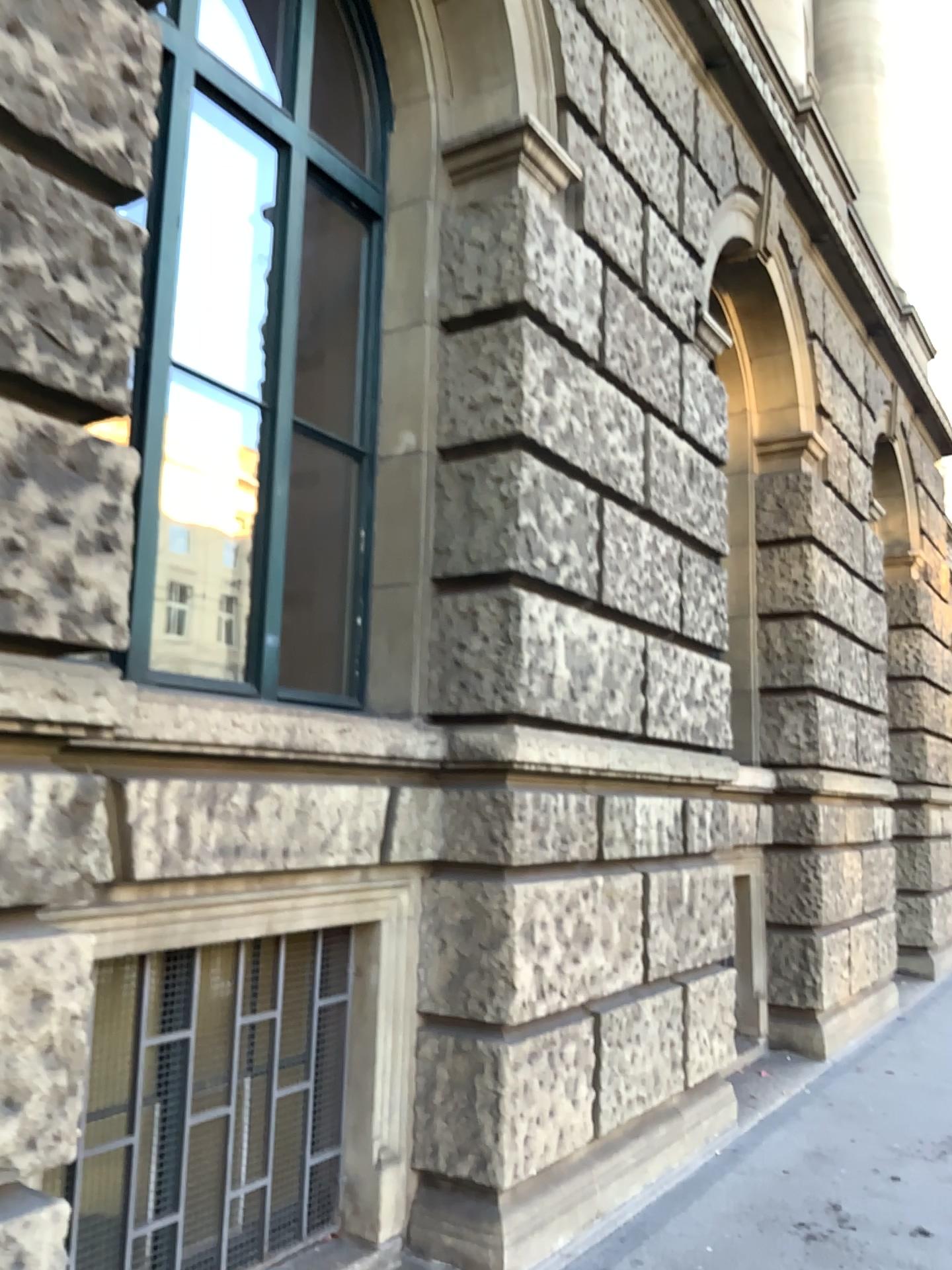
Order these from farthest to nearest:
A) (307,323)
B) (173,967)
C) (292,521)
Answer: (307,323)
(292,521)
(173,967)

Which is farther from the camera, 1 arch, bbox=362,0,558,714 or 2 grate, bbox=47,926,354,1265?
1 arch, bbox=362,0,558,714

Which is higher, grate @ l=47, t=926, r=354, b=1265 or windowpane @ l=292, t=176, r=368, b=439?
windowpane @ l=292, t=176, r=368, b=439

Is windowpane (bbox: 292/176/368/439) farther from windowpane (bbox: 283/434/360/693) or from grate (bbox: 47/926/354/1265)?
grate (bbox: 47/926/354/1265)

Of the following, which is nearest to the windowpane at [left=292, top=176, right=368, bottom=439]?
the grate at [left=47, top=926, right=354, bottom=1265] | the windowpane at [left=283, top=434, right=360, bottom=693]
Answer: the windowpane at [left=283, top=434, right=360, bottom=693]

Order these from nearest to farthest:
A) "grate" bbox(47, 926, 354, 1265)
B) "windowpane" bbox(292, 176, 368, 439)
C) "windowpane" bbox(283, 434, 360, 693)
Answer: "grate" bbox(47, 926, 354, 1265)
"windowpane" bbox(283, 434, 360, 693)
"windowpane" bbox(292, 176, 368, 439)

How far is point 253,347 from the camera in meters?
3.7 m

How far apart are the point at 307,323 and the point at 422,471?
0.9m

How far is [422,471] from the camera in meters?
3.9 m

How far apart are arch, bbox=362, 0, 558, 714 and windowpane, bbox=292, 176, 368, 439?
0.3 meters
